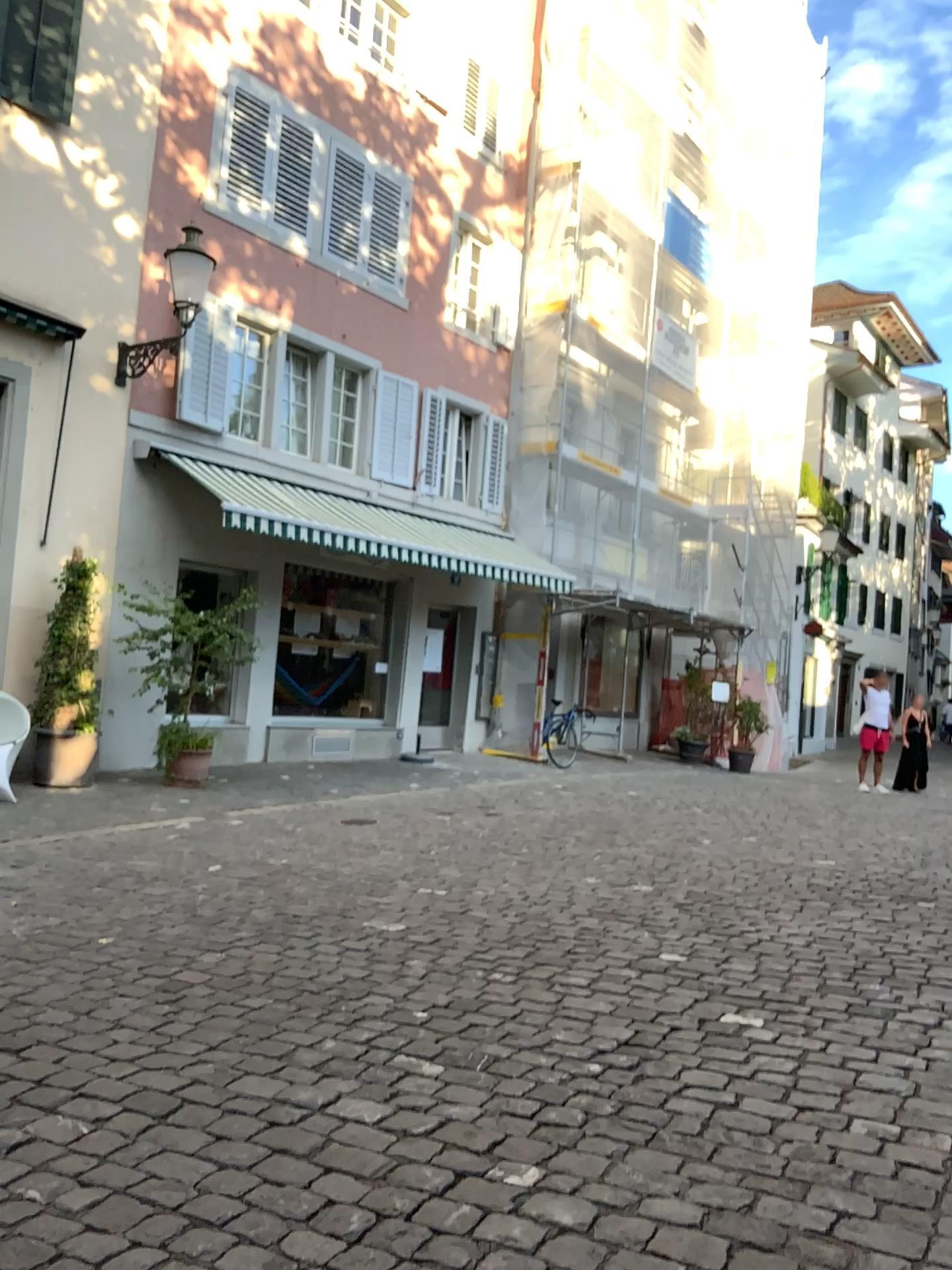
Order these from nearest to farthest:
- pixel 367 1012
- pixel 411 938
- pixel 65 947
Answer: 1. pixel 367 1012
2. pixel 65 947
3. pixel 411 938
